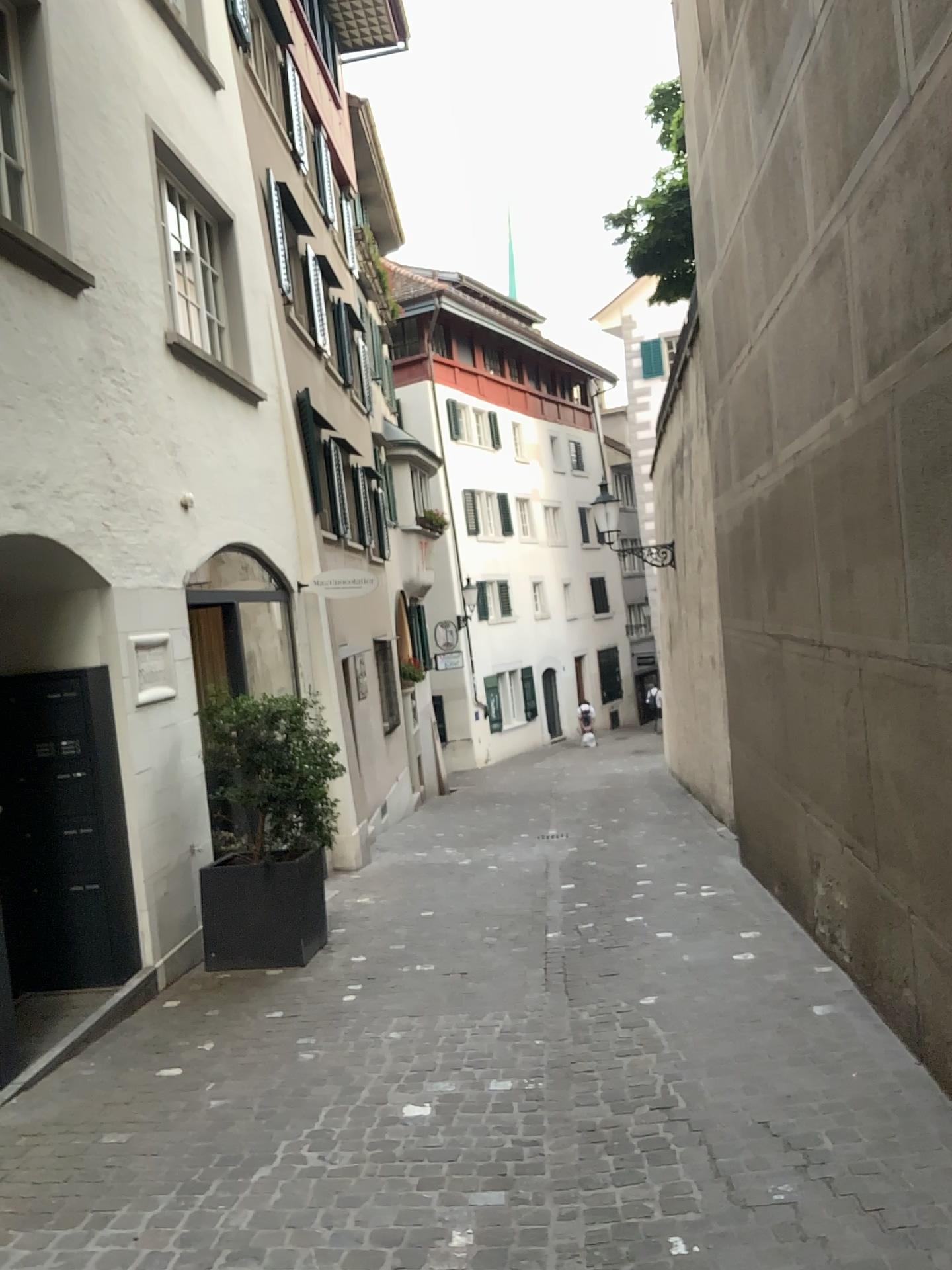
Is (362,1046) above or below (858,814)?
below
